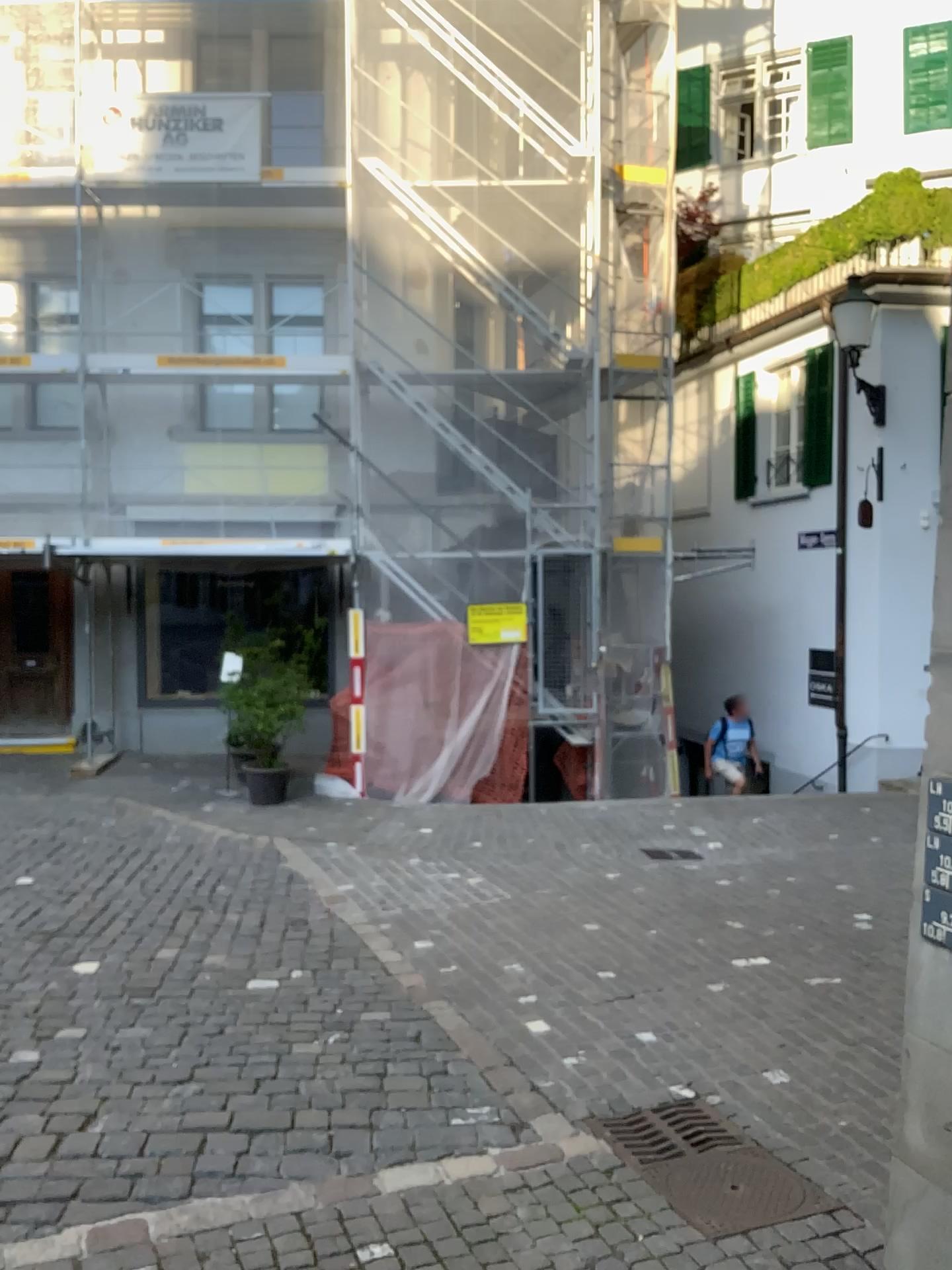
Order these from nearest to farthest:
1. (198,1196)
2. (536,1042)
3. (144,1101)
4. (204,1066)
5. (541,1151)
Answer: (198,1196) < (541,1151) < (144,1101) < (204,1066) < (536,1042)
